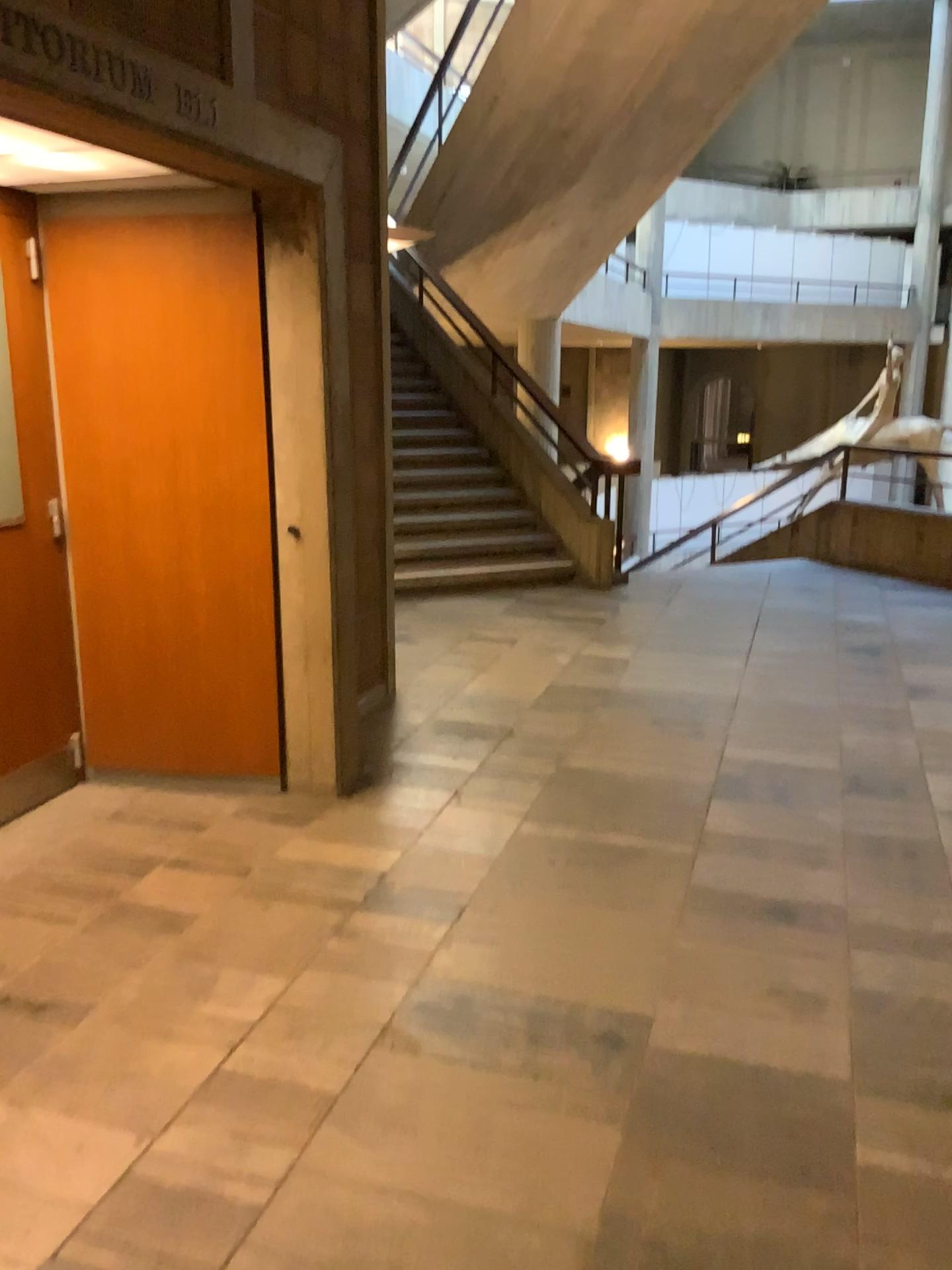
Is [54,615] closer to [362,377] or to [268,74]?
[362,377]

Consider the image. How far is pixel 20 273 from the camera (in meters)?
3.55

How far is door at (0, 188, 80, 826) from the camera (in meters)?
3.55
